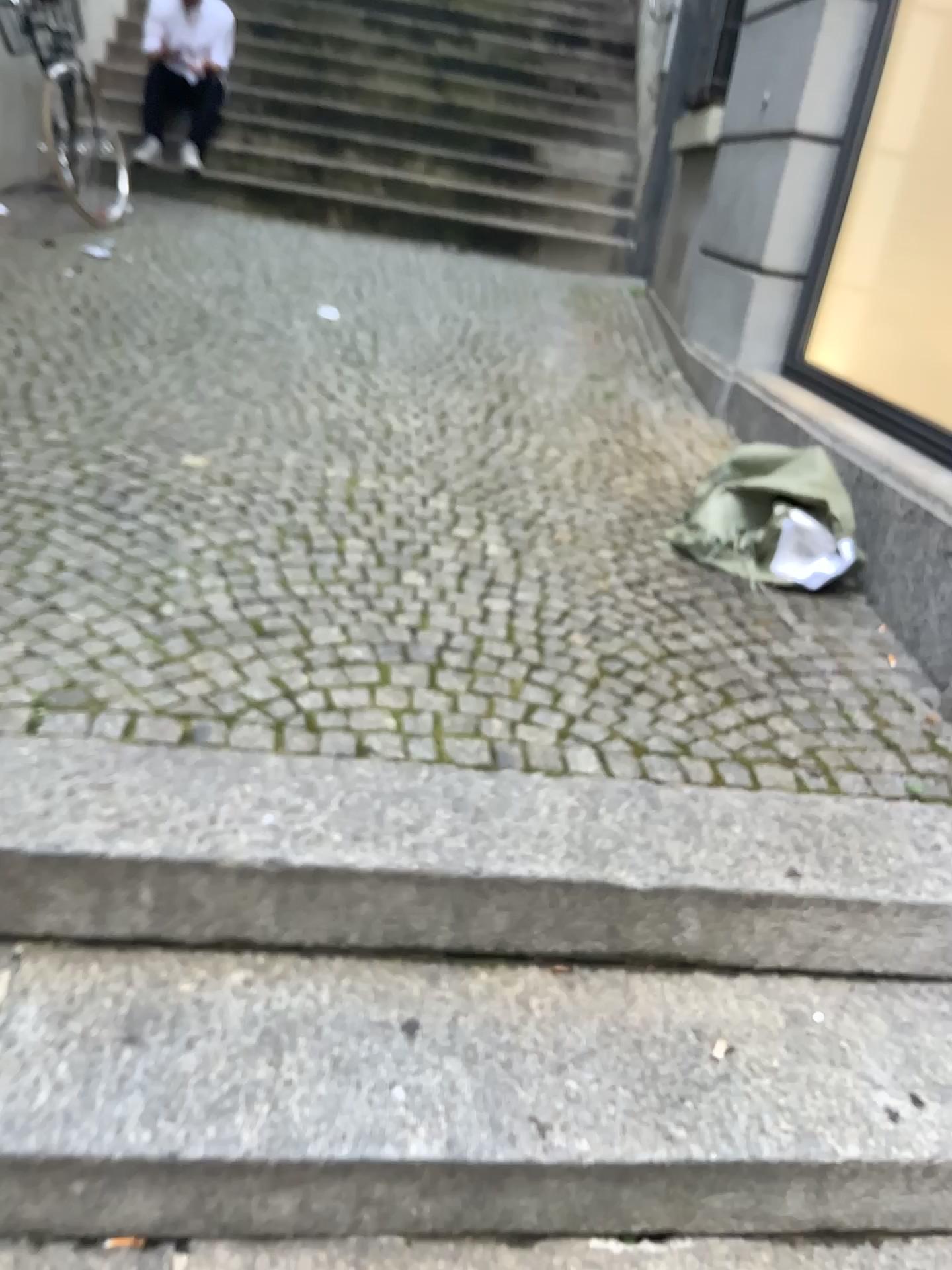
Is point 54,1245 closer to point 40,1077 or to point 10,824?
point 40,1077

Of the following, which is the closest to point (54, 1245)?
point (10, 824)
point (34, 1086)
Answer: point (34, 1086)

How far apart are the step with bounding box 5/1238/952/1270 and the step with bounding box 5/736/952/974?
0.3m

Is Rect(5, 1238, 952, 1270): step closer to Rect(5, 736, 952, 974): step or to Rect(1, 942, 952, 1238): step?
Rect(1, 942, 952, 1238): step

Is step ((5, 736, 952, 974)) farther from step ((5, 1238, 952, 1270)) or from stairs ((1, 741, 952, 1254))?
step ((5, 1238, 952, 1270))

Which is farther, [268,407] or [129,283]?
[129,283]

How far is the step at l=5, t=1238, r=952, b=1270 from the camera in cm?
114

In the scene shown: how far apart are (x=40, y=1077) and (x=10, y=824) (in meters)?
0.31

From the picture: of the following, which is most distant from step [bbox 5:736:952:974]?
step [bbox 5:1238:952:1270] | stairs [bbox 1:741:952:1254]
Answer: step [bbox 5:1238:952:1270]
